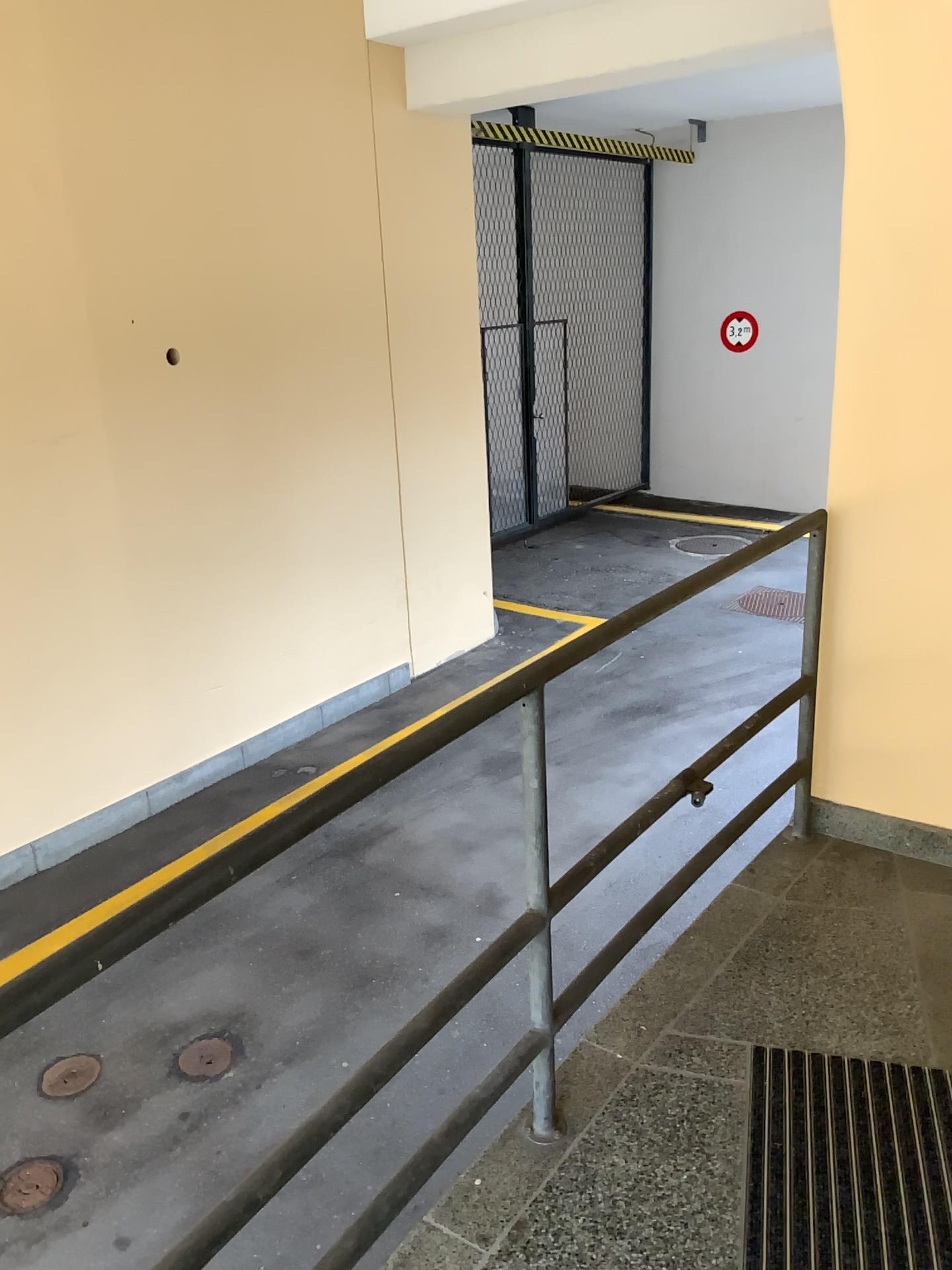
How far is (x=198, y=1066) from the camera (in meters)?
3.50

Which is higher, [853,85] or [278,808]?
[853,85]

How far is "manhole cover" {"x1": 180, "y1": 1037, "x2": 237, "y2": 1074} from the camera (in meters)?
3.50

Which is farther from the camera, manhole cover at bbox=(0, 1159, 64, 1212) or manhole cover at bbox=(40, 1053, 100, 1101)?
manhole cover at bbox=(40, 1053, 100, 1101)

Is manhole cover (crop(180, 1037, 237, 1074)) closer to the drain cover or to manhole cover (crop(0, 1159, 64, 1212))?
the drain cover

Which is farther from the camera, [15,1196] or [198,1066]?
[198,1066]

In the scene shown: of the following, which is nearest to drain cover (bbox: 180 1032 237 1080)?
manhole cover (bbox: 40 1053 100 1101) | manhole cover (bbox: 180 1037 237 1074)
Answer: manhole cover (bbox: 180 1037 237 1074)

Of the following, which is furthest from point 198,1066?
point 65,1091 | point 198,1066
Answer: point 65,1091
